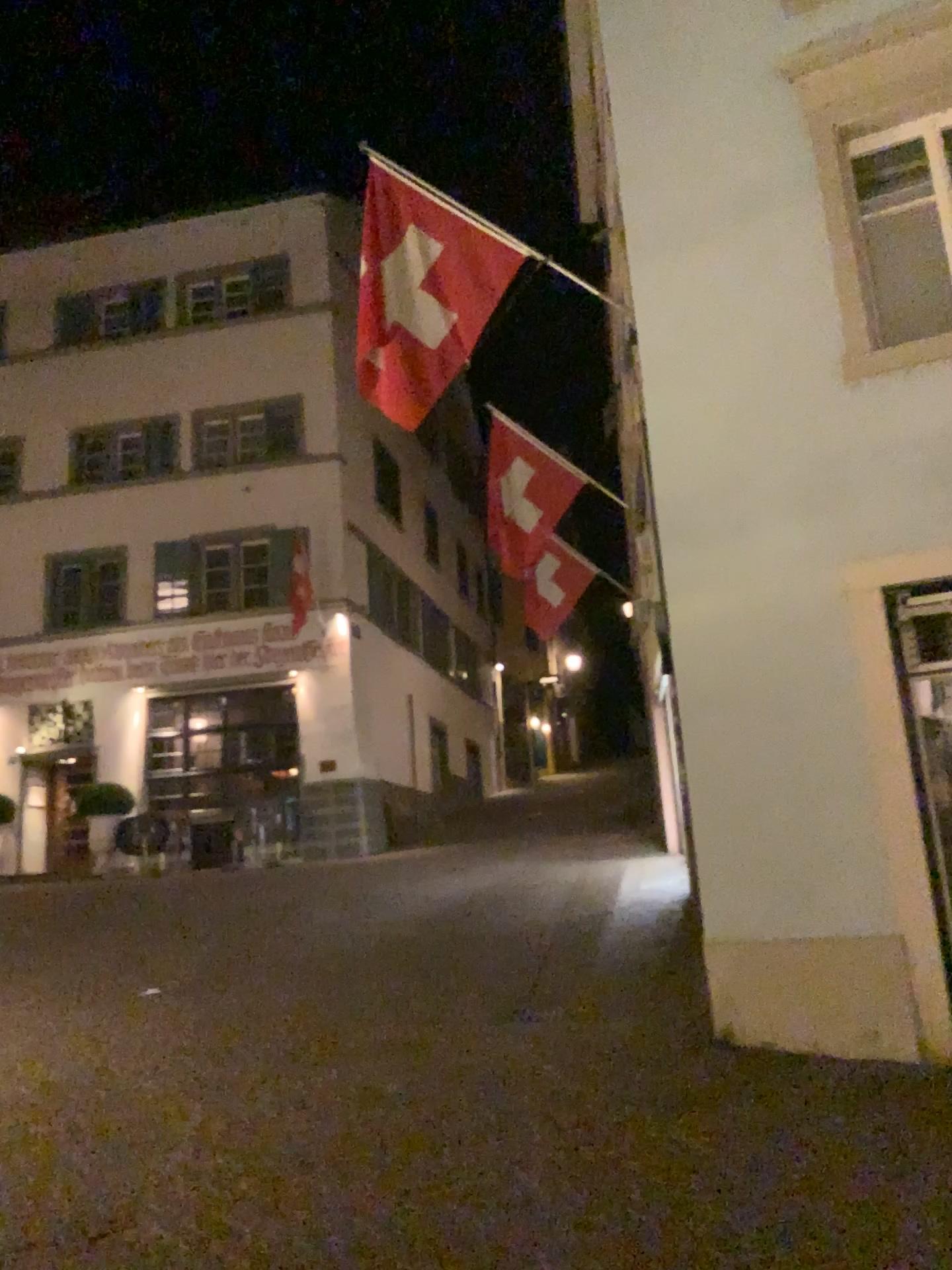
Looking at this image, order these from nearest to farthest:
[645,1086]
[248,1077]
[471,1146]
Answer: [471,1146], [645,1086], [248,1077]
